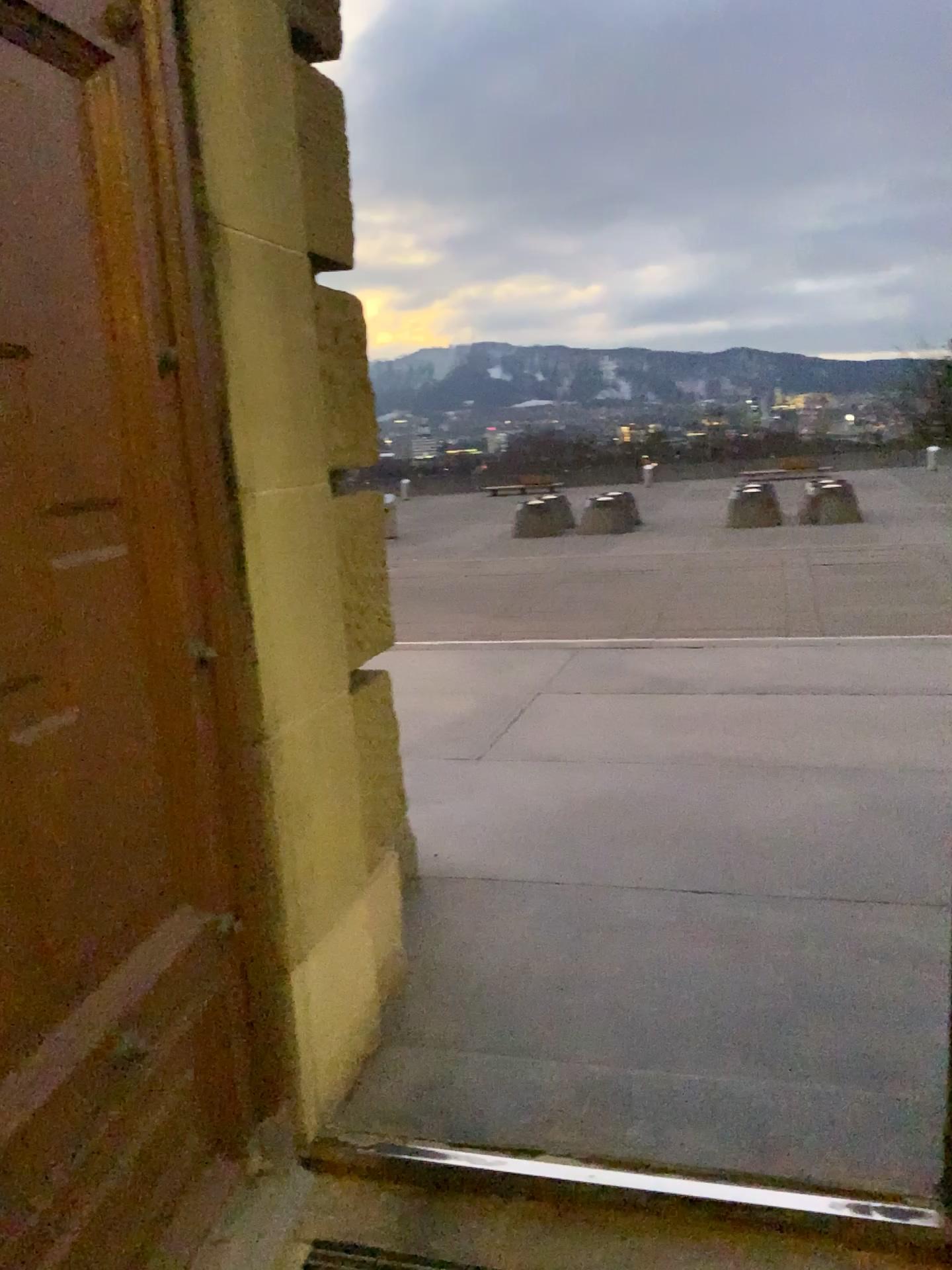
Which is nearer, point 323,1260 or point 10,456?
point 10,456

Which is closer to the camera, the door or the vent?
the door

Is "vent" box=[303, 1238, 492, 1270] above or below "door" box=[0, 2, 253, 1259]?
below

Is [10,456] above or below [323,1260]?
above

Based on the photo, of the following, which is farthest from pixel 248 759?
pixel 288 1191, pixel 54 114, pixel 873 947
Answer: pixel 873 947
